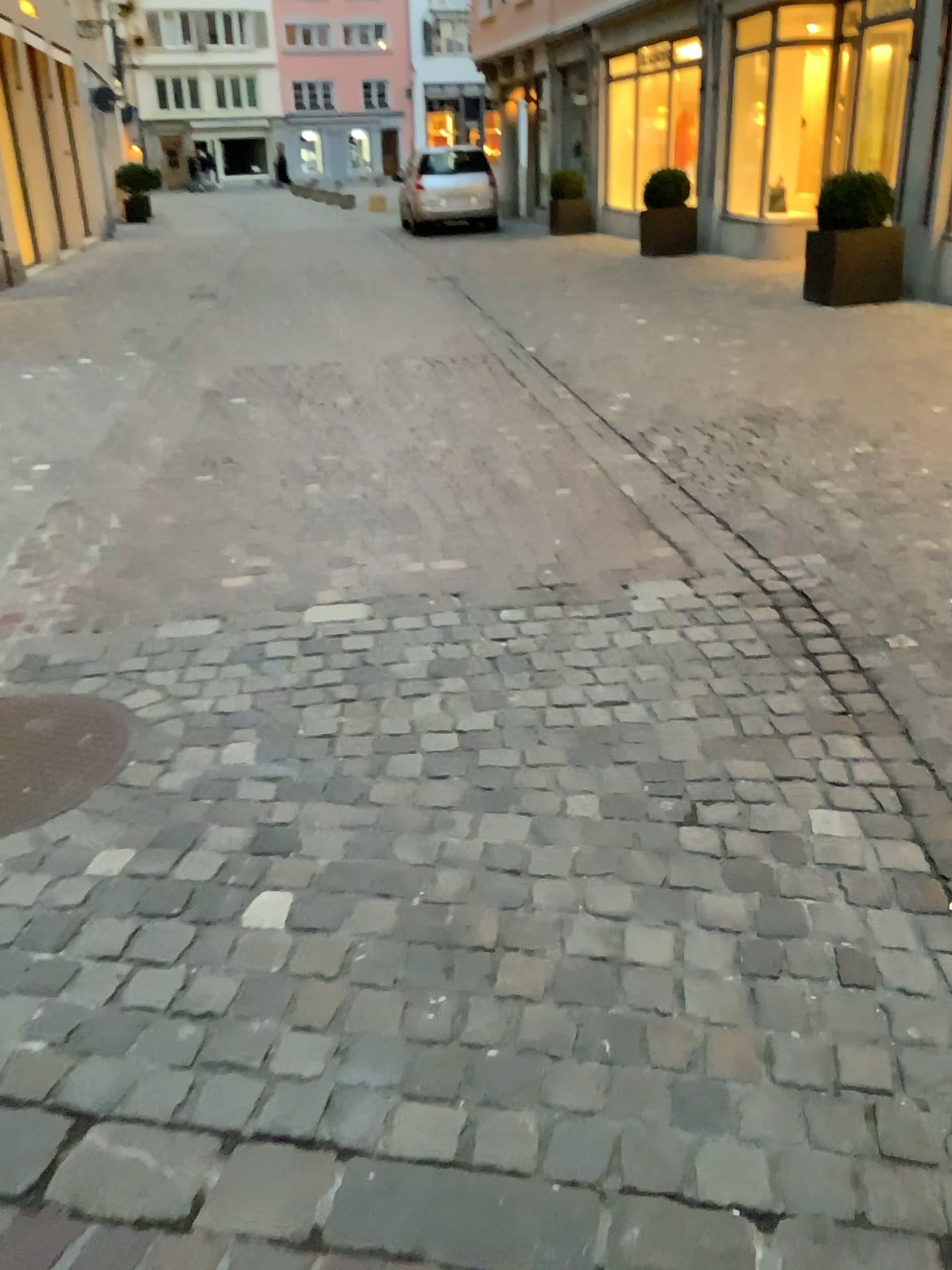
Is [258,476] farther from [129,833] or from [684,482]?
[129,833]
